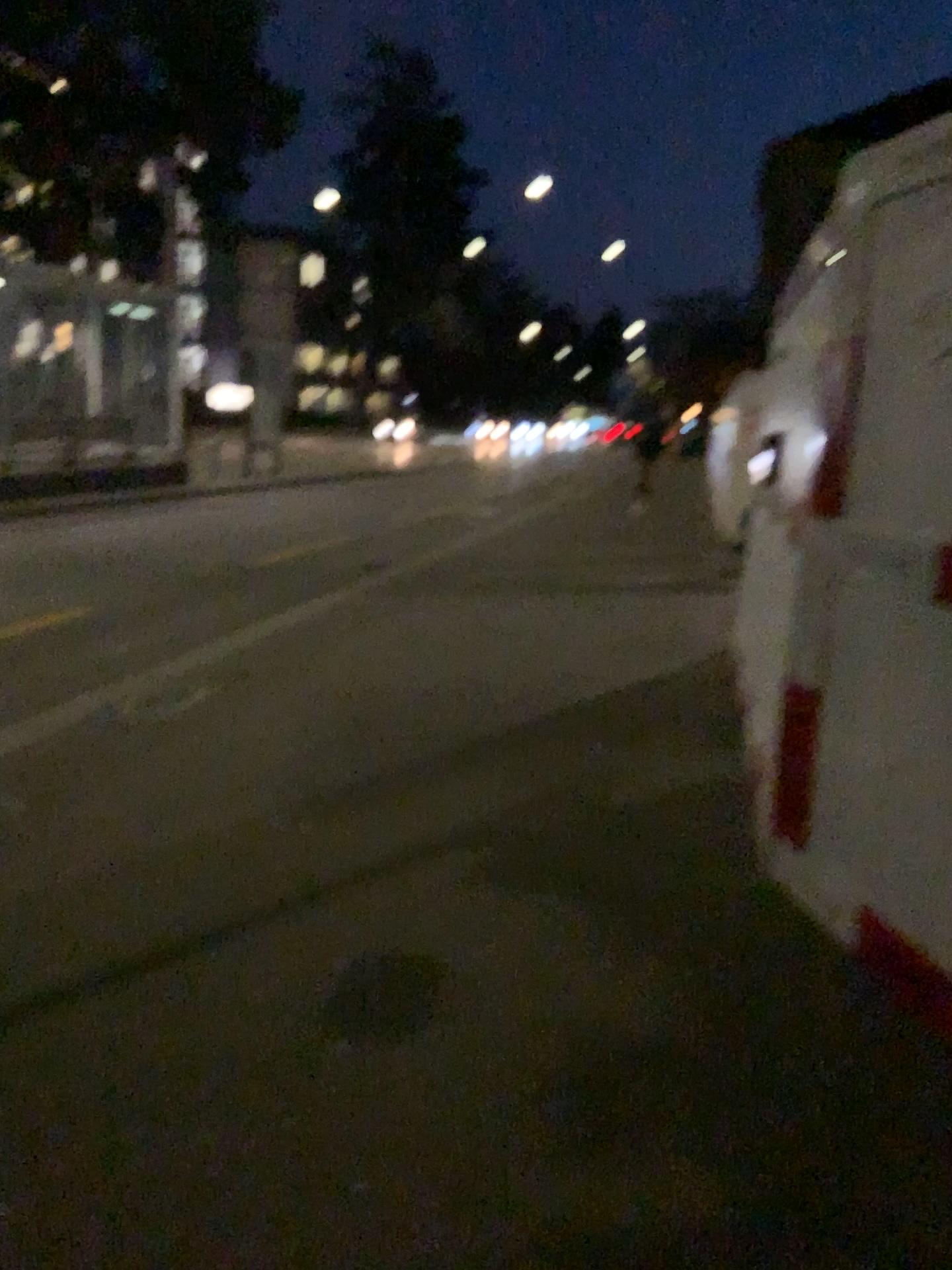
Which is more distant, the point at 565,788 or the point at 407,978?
the point at 565,788
